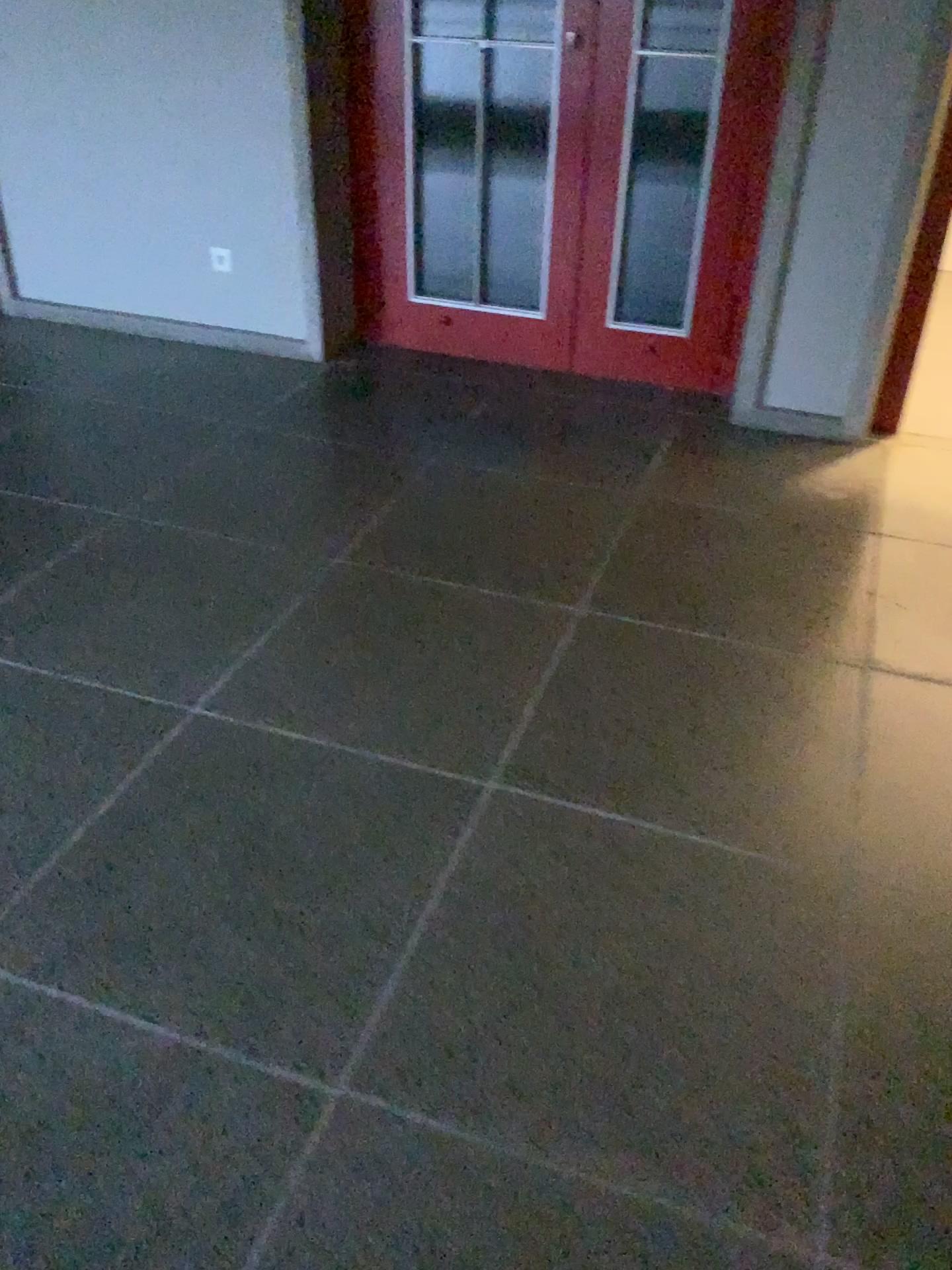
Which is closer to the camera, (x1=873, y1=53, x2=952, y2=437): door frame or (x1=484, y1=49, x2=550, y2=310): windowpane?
(x1=873, y1=53, x2=952, y2=437): door frame

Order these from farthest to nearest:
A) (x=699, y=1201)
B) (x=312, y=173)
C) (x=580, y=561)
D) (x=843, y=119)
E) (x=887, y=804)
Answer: (x=312, y=173) → (x=843, y=119) → (x=580, y=561) → (x=887, y=804) → (x=699, y=1201)

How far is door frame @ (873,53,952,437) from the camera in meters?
3.2

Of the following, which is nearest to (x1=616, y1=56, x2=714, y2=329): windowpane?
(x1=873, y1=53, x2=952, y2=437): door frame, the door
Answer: the door

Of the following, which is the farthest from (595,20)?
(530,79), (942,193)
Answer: (942,193)

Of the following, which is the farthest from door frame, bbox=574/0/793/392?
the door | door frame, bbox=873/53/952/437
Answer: door frame, bbox=873/53/952/437

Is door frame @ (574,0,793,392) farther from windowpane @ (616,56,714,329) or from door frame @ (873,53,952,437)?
door frame @ (873,53,952,437)

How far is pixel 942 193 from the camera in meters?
3.2

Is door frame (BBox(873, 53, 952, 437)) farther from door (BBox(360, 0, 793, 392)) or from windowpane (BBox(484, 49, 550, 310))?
windowpane (BBox(484, 49, 550, 310))

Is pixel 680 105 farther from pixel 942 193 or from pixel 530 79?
pixel 942 193
